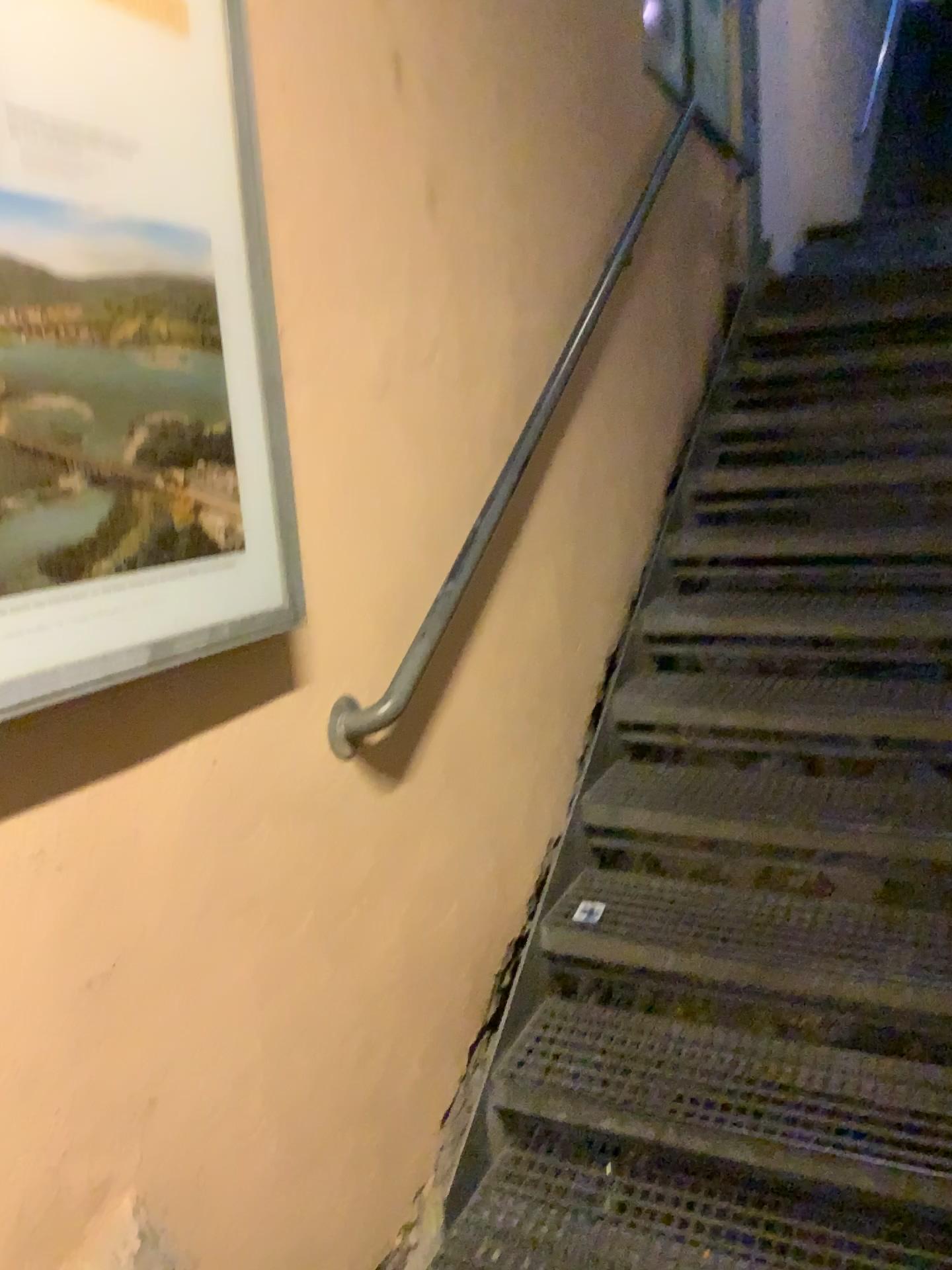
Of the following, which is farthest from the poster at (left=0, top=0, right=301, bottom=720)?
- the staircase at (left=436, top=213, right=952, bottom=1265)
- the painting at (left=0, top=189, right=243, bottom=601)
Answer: the staircase at (left=436, top=213, right=952, bottom=1265)

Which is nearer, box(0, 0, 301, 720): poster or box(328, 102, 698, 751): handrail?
box(0, 0, 301, 720): poster

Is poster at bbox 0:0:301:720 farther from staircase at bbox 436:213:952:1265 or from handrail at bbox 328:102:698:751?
staircase at bbox 436:213:952:1265

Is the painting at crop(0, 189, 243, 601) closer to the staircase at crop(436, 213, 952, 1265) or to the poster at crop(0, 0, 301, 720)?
the poster at crop(0, 0, 301, 720)

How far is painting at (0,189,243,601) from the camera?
1.0m

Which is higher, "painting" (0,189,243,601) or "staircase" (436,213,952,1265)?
"painting" (0,189,243,601)

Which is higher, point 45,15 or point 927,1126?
point 45,15

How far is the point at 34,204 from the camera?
1.04m

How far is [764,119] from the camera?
4.43m

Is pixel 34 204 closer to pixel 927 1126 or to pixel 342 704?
pixel 342 704
